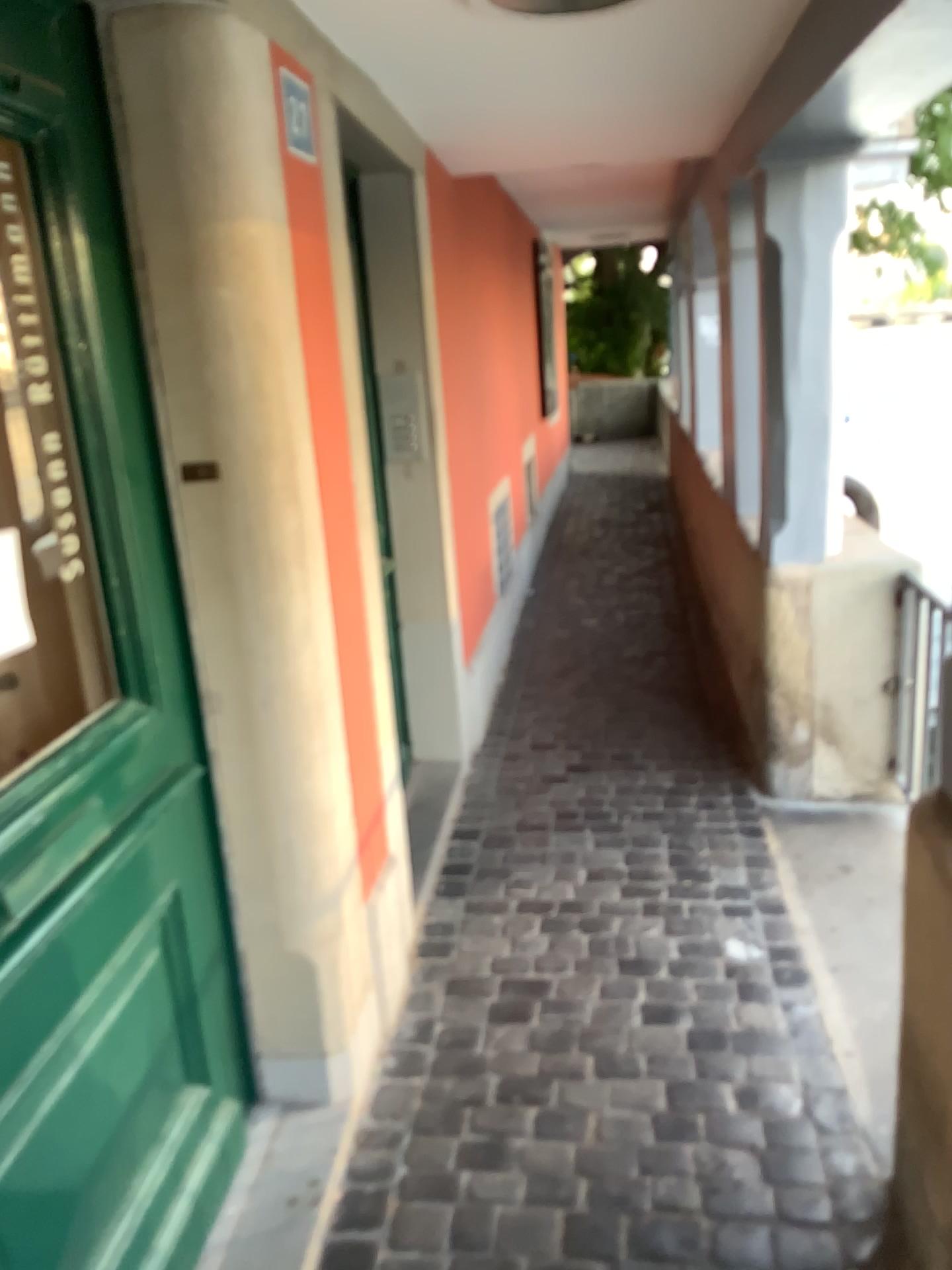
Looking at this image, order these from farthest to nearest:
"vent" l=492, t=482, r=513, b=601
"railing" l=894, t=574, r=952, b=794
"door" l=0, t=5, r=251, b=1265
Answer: "vent" l=492, t=482, r=513, b=601 < "railing" l=894, t=574, r=952, b=794 < "door" l=0, t=5, r=251, b=1265

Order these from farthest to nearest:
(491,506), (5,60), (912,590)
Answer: (491,506), (912,590), (5,60)

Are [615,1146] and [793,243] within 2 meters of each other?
no

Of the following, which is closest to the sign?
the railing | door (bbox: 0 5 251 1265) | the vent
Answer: door (bbox: 0 5 251 1265)

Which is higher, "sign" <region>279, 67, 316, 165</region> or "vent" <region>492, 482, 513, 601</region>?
"sign" <region>279, 67, 316, 165</region>

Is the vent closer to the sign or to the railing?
the railing

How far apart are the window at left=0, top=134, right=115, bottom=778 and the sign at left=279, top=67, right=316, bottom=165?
0.5 meters

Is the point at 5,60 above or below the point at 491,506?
above

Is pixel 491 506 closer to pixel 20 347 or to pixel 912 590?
pixel 912 590

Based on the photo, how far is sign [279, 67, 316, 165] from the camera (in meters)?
1.86
